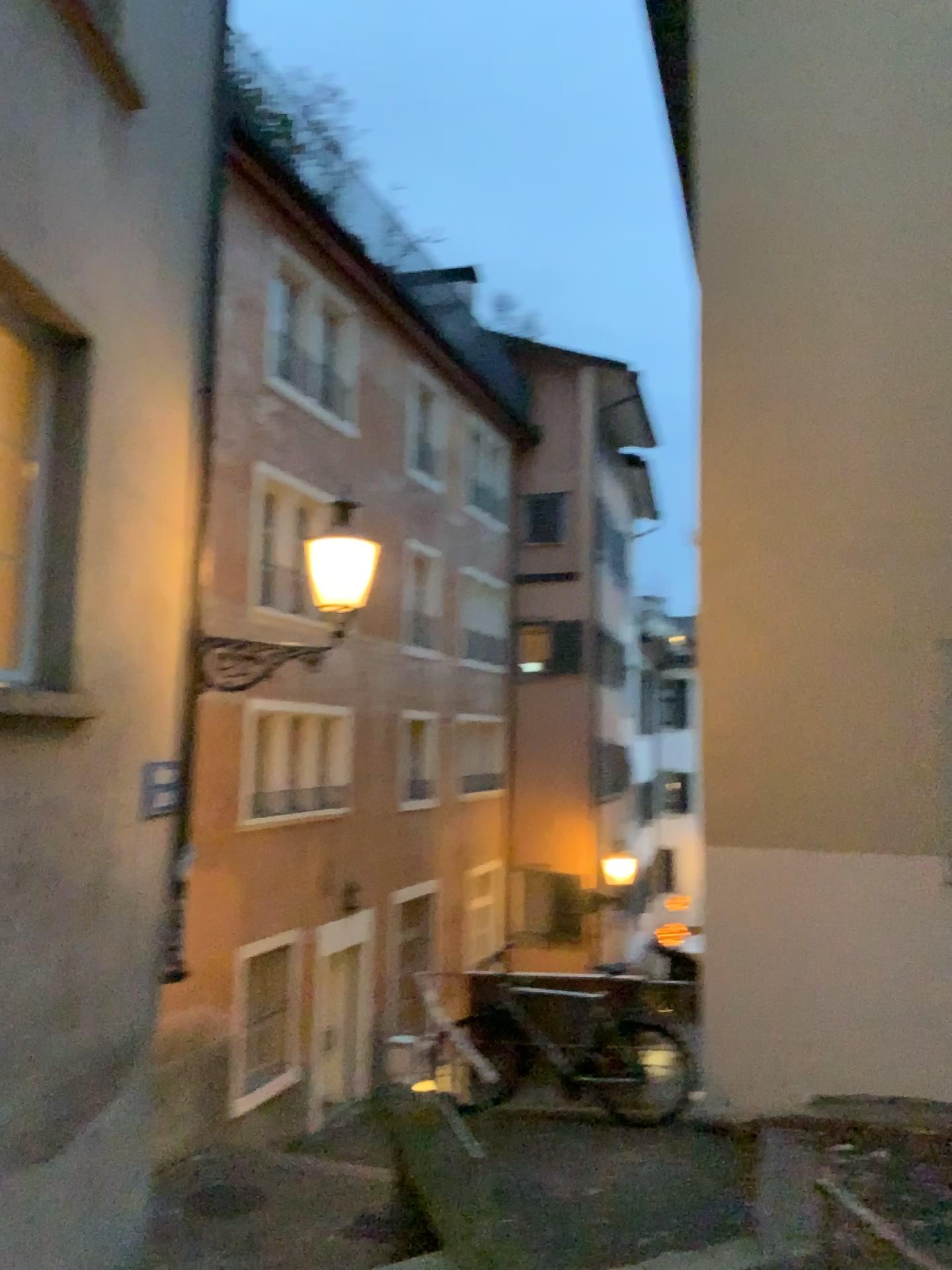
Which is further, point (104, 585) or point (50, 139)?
point (104, 585)
